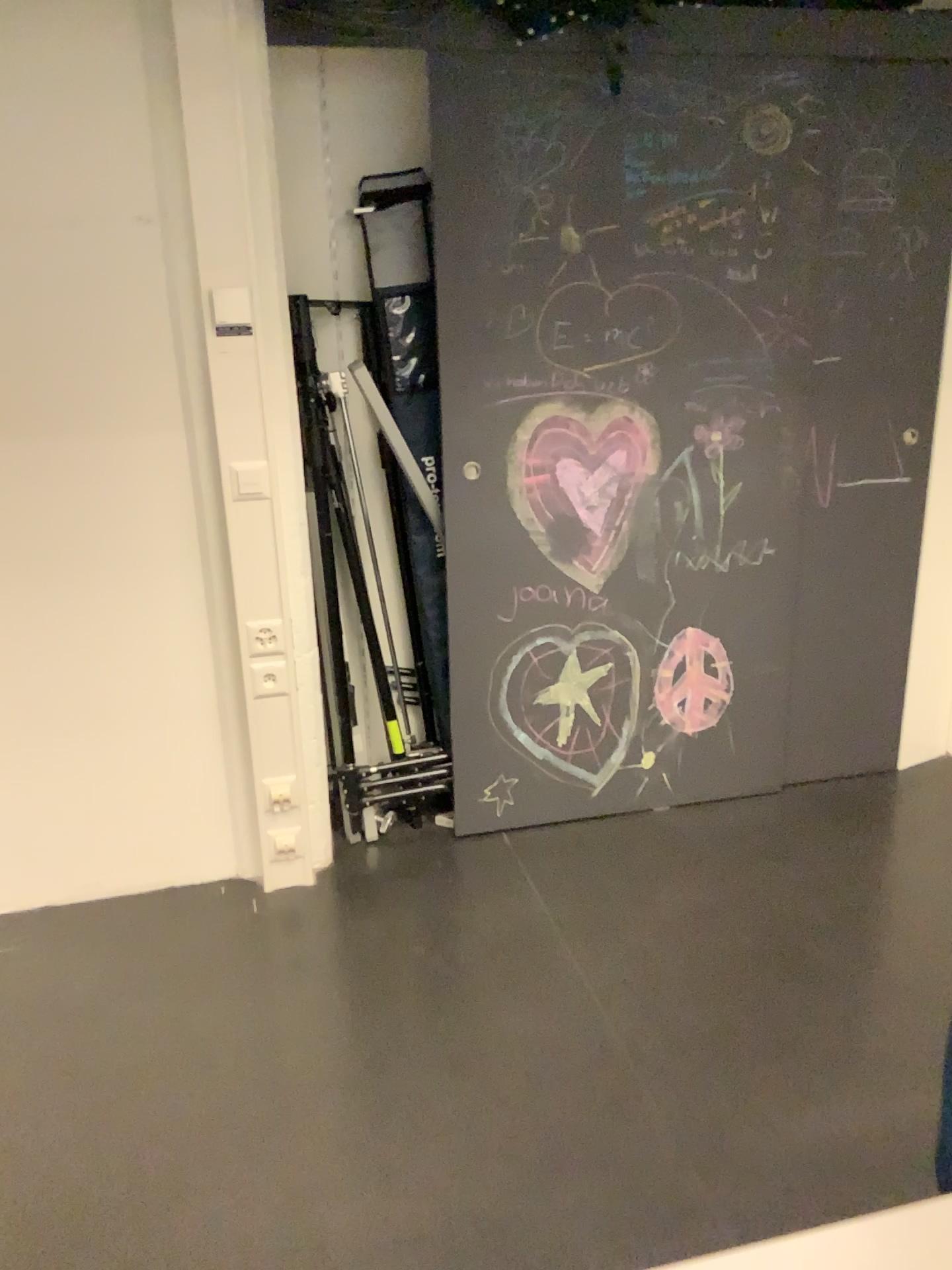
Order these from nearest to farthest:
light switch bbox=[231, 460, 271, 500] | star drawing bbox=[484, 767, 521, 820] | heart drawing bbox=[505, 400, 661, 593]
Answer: light switch bbox=[231, 460, 271, 500], heart drawing bbox=[505, 400, 661, 593], star drawing bbox=[484, 767, 521, 820]

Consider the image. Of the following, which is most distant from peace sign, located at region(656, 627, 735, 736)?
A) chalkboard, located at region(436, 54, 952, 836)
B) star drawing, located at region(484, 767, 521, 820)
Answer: star drawing, located at region(484, 767, 521, 820)

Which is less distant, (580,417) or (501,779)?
(580,417)

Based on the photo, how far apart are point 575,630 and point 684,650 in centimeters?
34cm

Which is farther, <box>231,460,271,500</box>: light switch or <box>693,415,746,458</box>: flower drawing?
<box>693,415,746,458</box>: flower drawing

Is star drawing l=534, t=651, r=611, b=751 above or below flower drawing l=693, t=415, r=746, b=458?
below

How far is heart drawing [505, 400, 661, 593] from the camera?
2.7 meters

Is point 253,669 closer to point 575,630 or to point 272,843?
point 272,843

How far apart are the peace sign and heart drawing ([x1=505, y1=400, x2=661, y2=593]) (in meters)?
0.31

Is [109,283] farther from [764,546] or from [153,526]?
[764,546]
